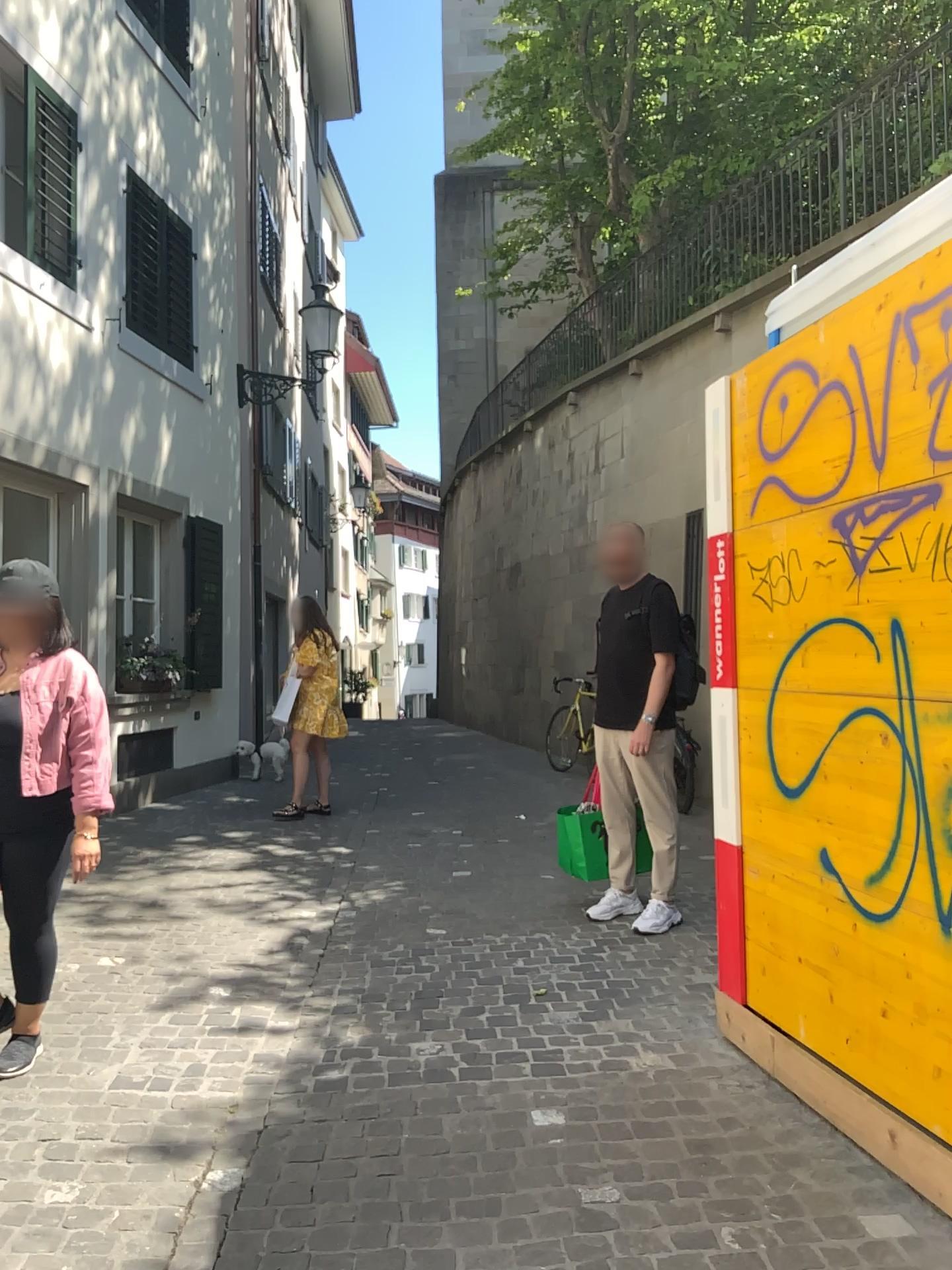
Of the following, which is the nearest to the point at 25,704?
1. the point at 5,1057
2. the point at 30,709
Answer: the point at 30,709

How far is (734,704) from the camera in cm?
339

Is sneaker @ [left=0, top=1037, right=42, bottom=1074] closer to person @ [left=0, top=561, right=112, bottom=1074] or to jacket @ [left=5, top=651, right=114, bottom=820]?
person @ [left=0, top=561, right=112, bottom=1074]

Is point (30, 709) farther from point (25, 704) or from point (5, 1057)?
point (5, 1057)

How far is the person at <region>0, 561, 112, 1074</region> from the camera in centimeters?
322cm

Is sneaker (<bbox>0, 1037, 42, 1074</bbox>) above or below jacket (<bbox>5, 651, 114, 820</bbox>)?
below

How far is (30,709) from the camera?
3.2 meters

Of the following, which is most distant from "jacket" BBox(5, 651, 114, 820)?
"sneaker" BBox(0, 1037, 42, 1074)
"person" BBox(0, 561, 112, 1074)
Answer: "sneaker" BBox(0, 1037, 42, 1074)
